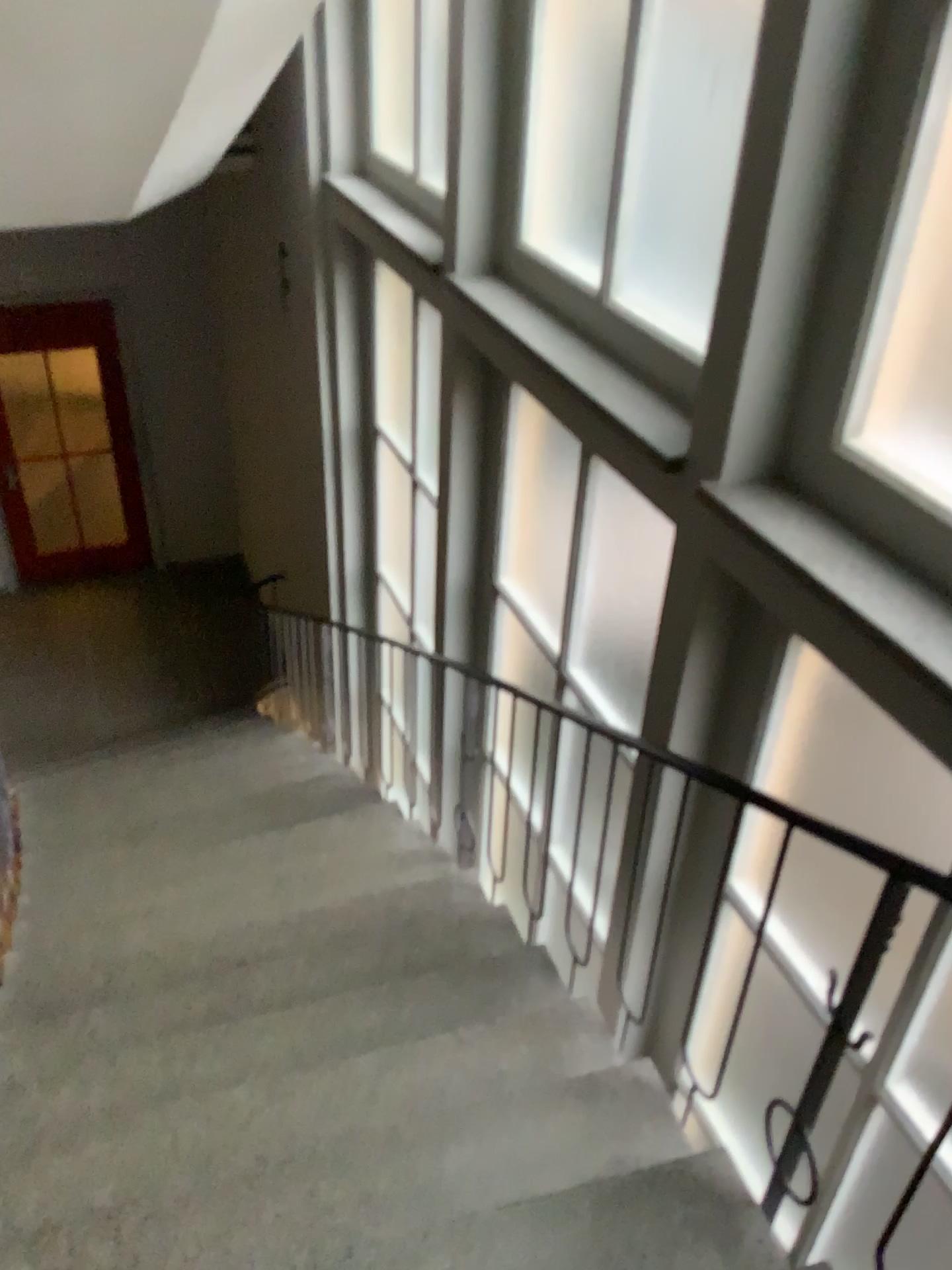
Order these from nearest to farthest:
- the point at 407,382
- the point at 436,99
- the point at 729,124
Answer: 1. the point at 729,124
2. the point at 436,99
3. the point at 407,382

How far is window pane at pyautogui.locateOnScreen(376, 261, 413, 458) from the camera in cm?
490

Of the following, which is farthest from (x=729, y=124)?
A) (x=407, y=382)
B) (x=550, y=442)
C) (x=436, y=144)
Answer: (x=407, y=382)

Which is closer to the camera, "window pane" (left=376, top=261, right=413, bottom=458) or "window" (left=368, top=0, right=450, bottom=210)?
"window" (left=368, top=0, right=450, bottom=210)

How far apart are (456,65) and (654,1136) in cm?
339

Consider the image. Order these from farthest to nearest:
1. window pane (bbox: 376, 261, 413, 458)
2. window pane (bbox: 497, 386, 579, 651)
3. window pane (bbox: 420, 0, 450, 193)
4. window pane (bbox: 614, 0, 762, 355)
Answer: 1. window pane (bbox: 376, 261, 413, 458)
2. window pane (bbox: 420, 0, 450, 193)
3. window pane (bbox: 497, 386, 579, 651)
4. window pane (bbox: 614, 0, 762, 355)

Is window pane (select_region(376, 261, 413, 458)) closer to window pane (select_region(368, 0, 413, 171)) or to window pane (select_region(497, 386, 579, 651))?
window pane (select_region(368, 0, 413, 171))

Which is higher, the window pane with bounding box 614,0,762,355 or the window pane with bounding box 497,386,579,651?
the window pane with bounding box 614,0,762,355

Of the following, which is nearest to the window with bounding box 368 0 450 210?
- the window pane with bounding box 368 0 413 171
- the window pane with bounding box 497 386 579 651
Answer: the window pane with bounding box 368 0 413 171

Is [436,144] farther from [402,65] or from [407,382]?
[407,382]
